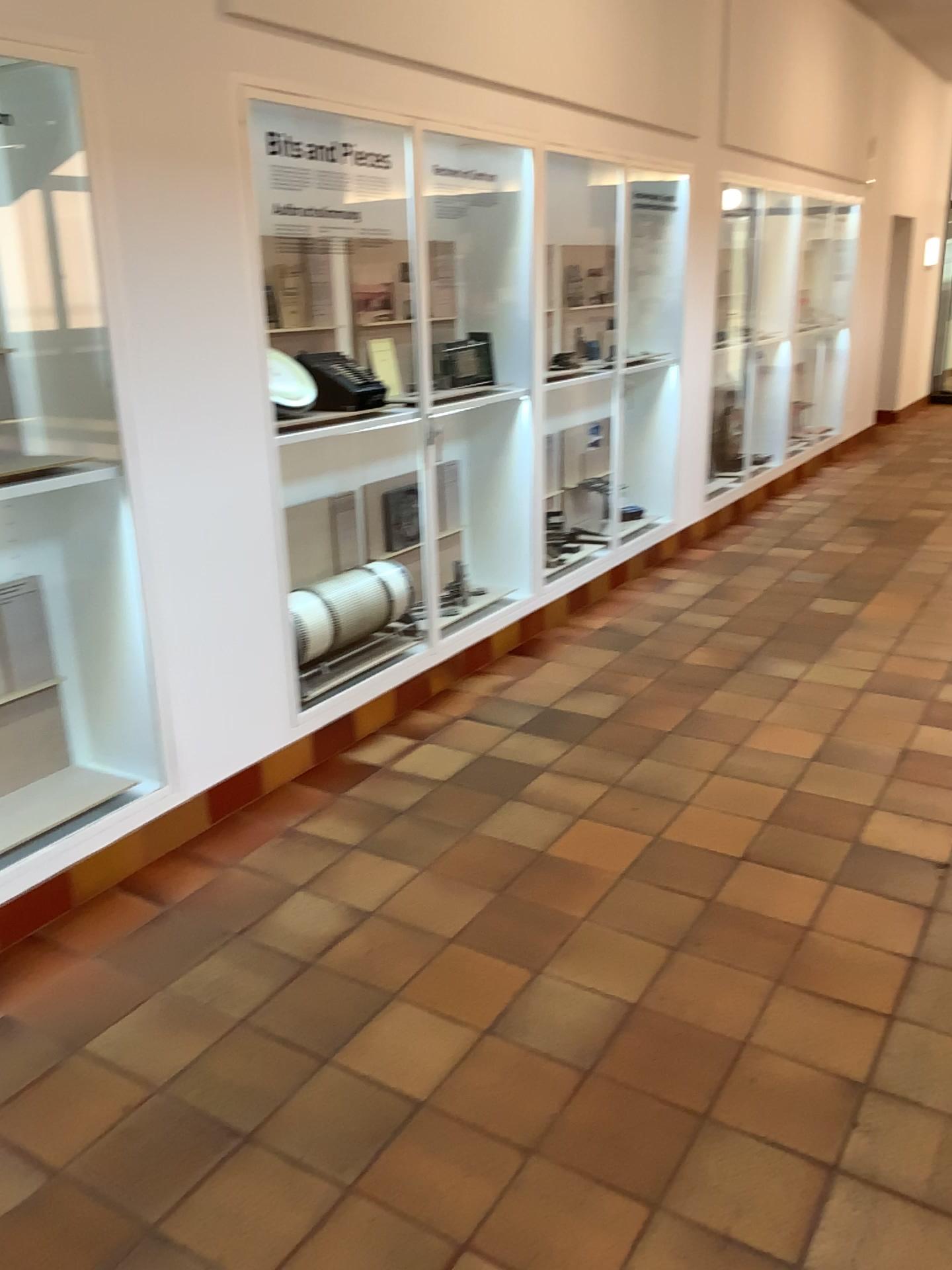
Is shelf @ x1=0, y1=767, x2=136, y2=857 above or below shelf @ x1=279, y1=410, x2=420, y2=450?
below

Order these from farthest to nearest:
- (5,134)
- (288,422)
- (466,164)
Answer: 1. (466,164)
2. (288,422)
3. (5,134)

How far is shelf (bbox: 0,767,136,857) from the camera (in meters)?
2.90

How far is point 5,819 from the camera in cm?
290

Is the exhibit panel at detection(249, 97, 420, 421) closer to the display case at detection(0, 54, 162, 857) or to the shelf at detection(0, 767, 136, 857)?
the display case at detection(0, 54, 162, 857)

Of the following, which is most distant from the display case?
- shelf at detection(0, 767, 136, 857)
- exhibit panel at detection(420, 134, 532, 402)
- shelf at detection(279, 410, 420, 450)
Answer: exhibit panel at detection(420, 134, 532, 402)

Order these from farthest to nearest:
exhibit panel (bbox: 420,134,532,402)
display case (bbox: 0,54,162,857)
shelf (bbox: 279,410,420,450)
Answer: exhibit panel (bbox: 420,134,532,402) → shelf (bbox: 279,410,420,450) → display case (bbox: 0,54,162,857)

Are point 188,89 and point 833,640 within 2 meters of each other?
no

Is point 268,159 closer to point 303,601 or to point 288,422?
point 288,422

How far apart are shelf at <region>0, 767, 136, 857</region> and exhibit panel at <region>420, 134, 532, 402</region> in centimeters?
216cm
